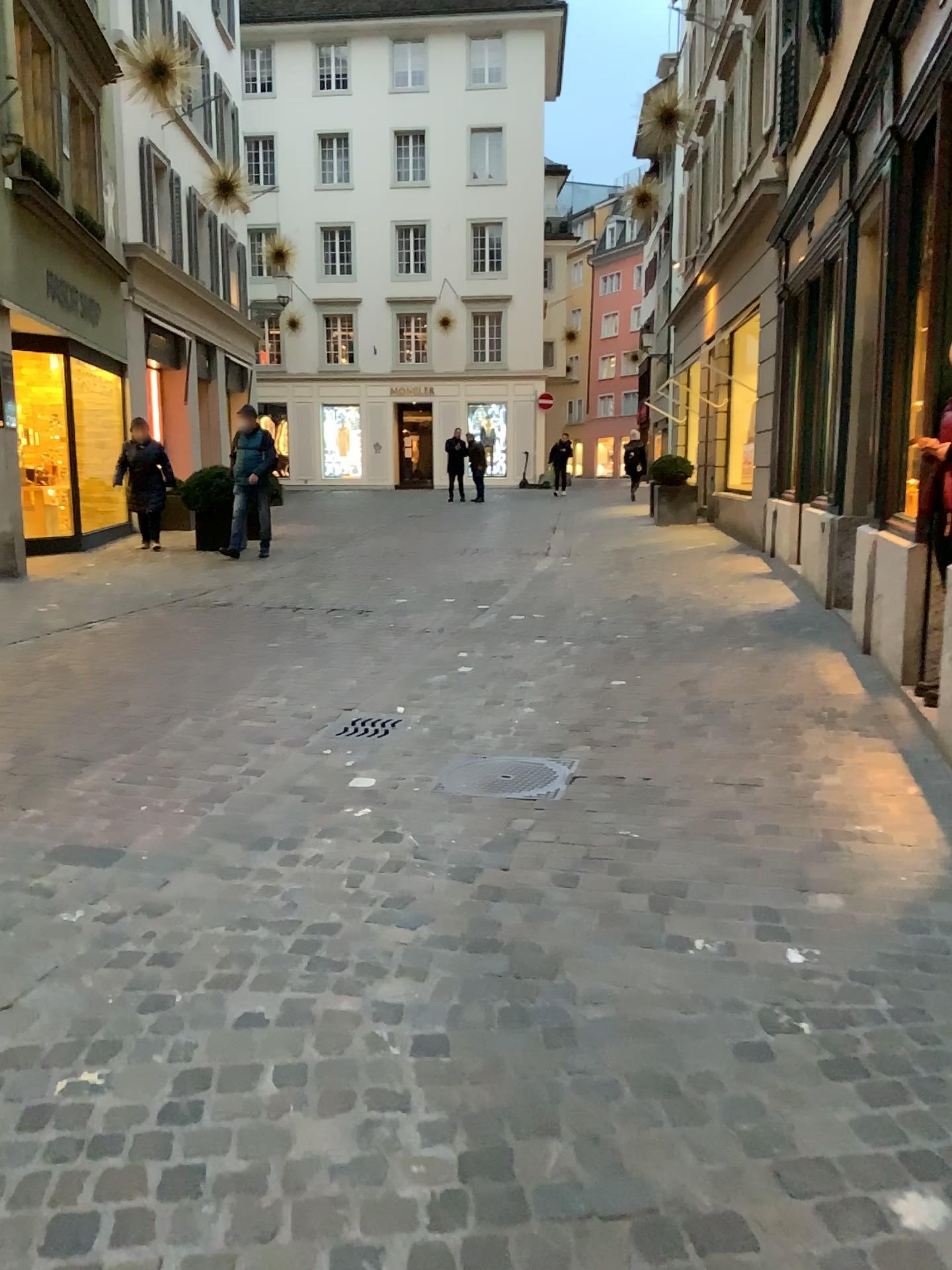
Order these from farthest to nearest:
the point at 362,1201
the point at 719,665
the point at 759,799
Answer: the point at 719,665
the point at 759,799
the point at 362,1201

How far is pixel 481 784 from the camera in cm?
387

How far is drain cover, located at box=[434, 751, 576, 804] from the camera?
3.9m

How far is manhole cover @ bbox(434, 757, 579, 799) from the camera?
3.9 meters

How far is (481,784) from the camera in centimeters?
387cm
